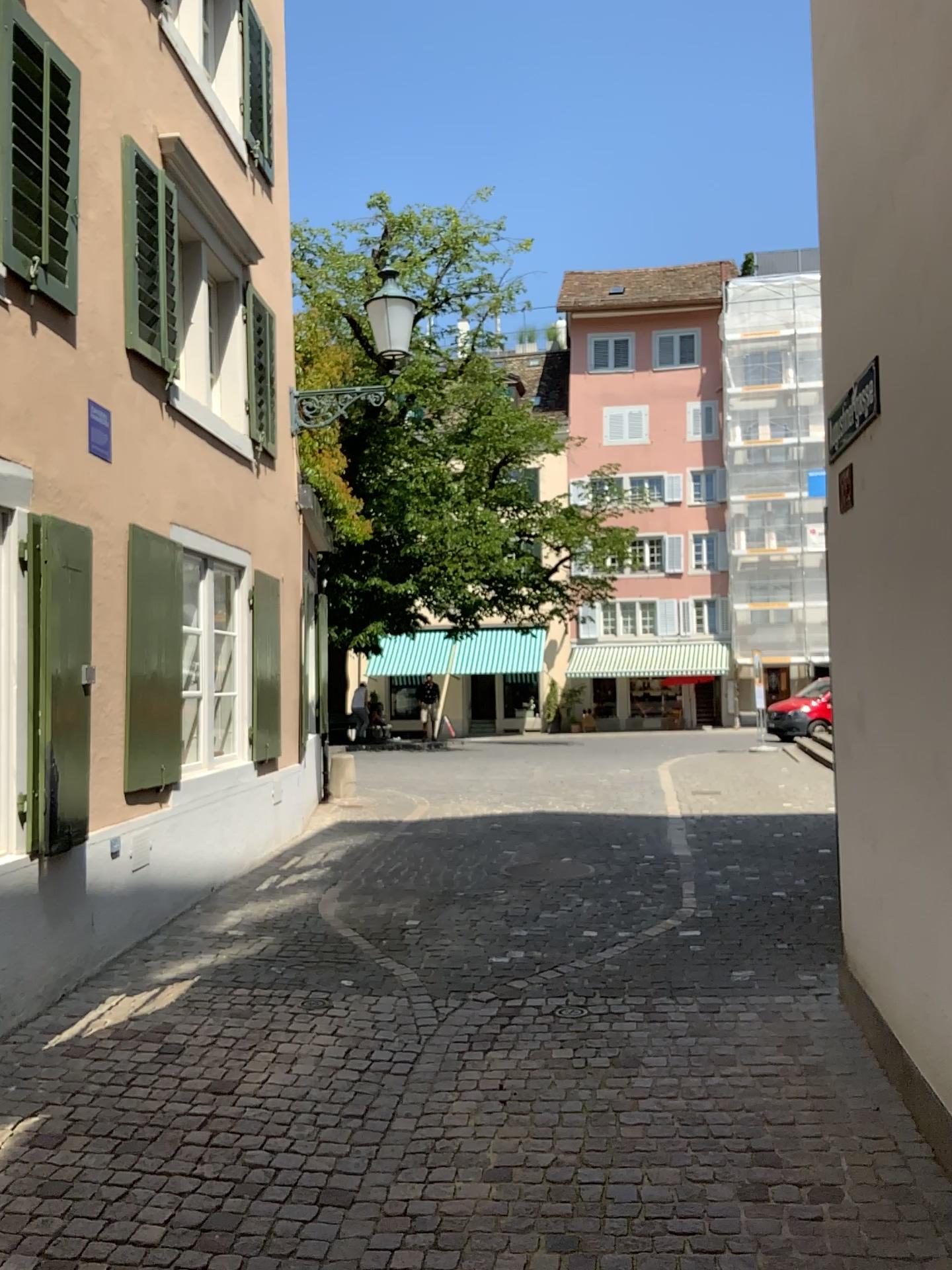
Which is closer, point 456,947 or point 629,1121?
point 629,1121
